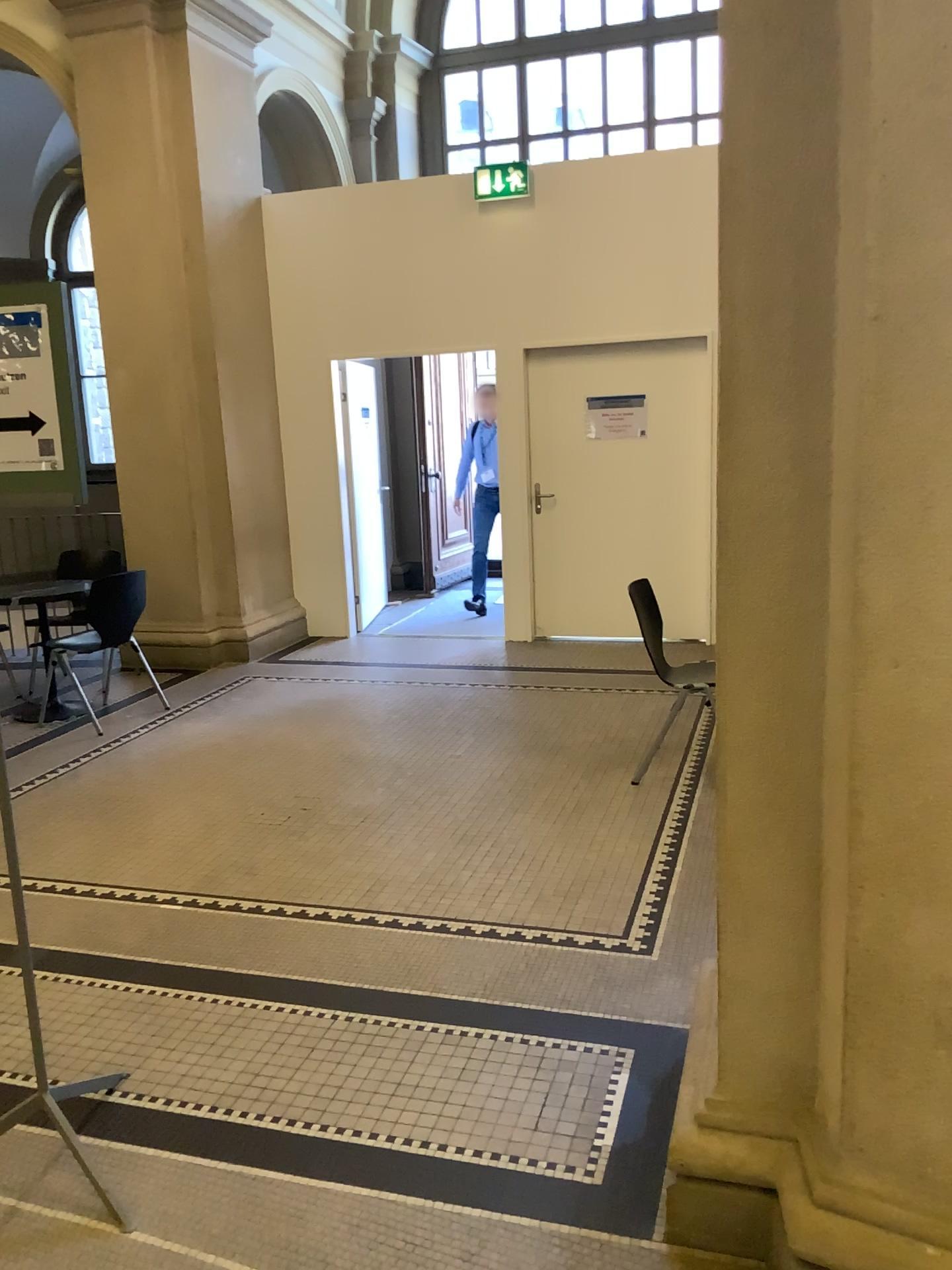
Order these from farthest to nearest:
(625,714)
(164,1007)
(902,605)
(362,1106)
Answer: (625,714) < (164,1007) < (362,1106) < (902,605)
